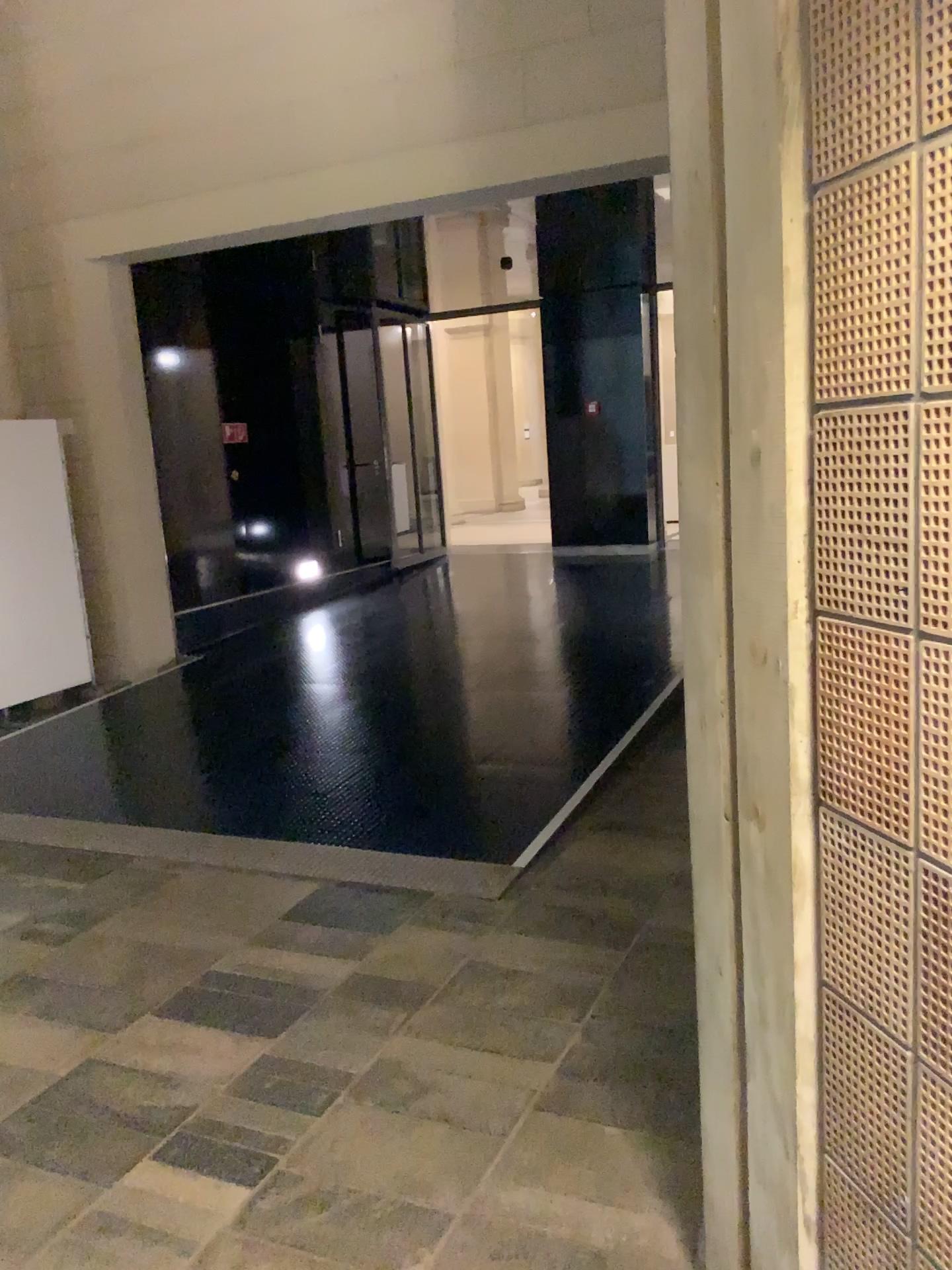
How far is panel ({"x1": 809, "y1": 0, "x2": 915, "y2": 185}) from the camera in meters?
1.1 m

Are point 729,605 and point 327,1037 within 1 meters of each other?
no

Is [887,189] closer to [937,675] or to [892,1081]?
[937,675]

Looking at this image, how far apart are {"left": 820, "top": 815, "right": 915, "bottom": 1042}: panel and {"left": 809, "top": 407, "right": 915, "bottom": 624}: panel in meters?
0.3 m

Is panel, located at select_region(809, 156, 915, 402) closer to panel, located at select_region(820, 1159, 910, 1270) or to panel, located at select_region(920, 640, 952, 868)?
panel, located at select_region(920, 640, 952, 868)

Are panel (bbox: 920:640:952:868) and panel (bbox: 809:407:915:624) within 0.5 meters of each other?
yes

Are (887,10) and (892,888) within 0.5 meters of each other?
no

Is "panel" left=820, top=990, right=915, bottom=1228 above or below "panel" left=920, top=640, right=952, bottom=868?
below

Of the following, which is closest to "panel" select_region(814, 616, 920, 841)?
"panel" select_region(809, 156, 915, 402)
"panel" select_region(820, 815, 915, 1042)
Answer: "panel" select_region(820, 815, 915, 1042)

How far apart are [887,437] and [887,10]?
0.4 meters
